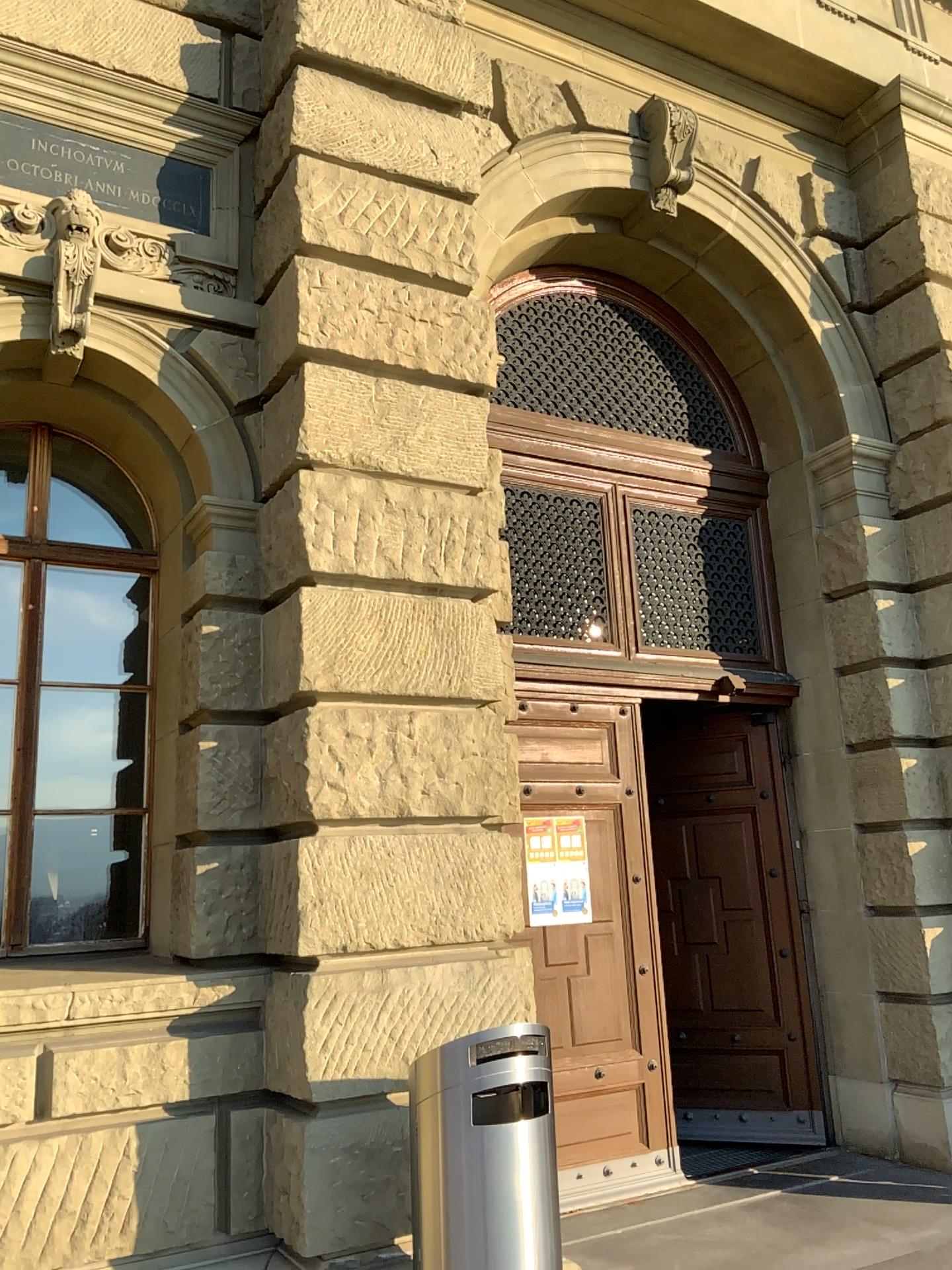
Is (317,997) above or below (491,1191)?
above

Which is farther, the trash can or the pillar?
the pillar

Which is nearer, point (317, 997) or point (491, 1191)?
point (491, 1191)

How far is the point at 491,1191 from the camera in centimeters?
338cm

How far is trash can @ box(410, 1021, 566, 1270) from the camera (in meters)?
3.38

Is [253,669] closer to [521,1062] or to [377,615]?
[377,615]
